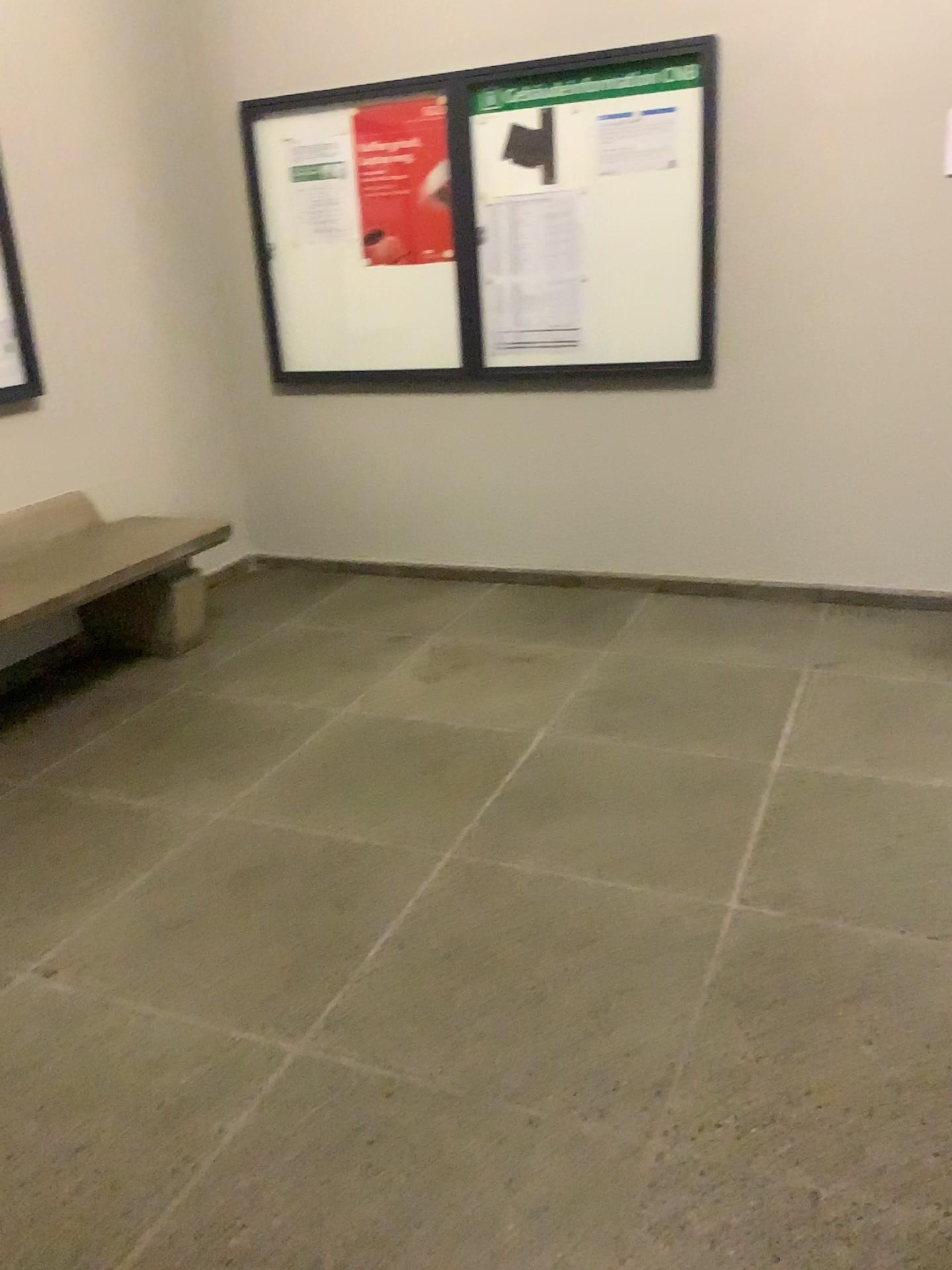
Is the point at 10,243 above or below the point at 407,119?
below

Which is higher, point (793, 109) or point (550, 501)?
point (793, 109)

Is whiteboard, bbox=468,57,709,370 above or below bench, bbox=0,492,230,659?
above

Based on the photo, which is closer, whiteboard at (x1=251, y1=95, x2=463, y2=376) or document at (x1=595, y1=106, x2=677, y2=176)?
document at (x1=595, y1=106, x2=677, y2=176)

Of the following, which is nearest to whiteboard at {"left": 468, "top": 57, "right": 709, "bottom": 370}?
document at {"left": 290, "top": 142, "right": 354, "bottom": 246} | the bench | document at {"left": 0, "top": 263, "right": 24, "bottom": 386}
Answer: document at {"left": 290, "top": 142, "right": 354, "bottom": 246}

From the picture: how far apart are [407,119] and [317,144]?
0.4 meters

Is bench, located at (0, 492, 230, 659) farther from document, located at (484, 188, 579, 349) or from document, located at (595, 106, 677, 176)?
document, located at (595, 106, 677, 176)

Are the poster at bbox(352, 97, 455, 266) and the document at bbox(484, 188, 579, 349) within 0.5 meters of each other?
yes

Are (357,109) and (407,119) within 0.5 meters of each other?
yes

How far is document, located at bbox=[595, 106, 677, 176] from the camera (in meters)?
3.78
